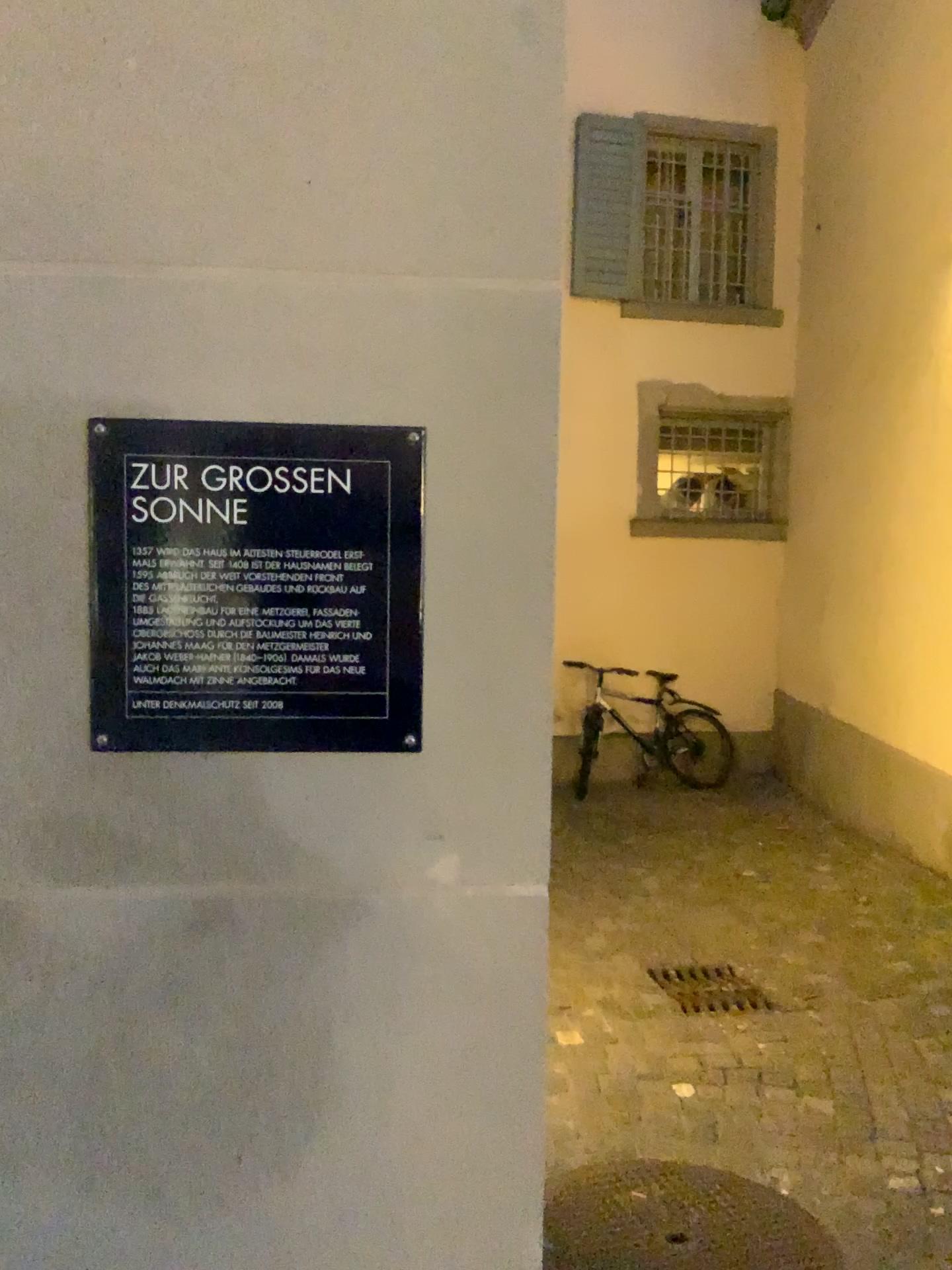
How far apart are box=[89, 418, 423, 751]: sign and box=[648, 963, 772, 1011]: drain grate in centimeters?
324cm

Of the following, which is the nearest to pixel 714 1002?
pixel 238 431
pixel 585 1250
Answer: pixel 585 1250

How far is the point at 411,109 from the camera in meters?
0.9 m

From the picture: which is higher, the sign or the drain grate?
the sign

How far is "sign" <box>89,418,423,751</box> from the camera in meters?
0.9

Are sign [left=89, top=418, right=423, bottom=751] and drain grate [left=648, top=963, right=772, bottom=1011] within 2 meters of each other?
no

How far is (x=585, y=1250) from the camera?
2.33m

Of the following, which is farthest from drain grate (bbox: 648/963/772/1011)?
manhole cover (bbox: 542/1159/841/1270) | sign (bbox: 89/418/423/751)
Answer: sign (bbox: 89/418/423/751)

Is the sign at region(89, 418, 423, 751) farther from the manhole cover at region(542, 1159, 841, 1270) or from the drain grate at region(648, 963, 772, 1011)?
the drain grate at region(648, 963, 772, 1011)

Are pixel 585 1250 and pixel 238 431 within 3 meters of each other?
yes
